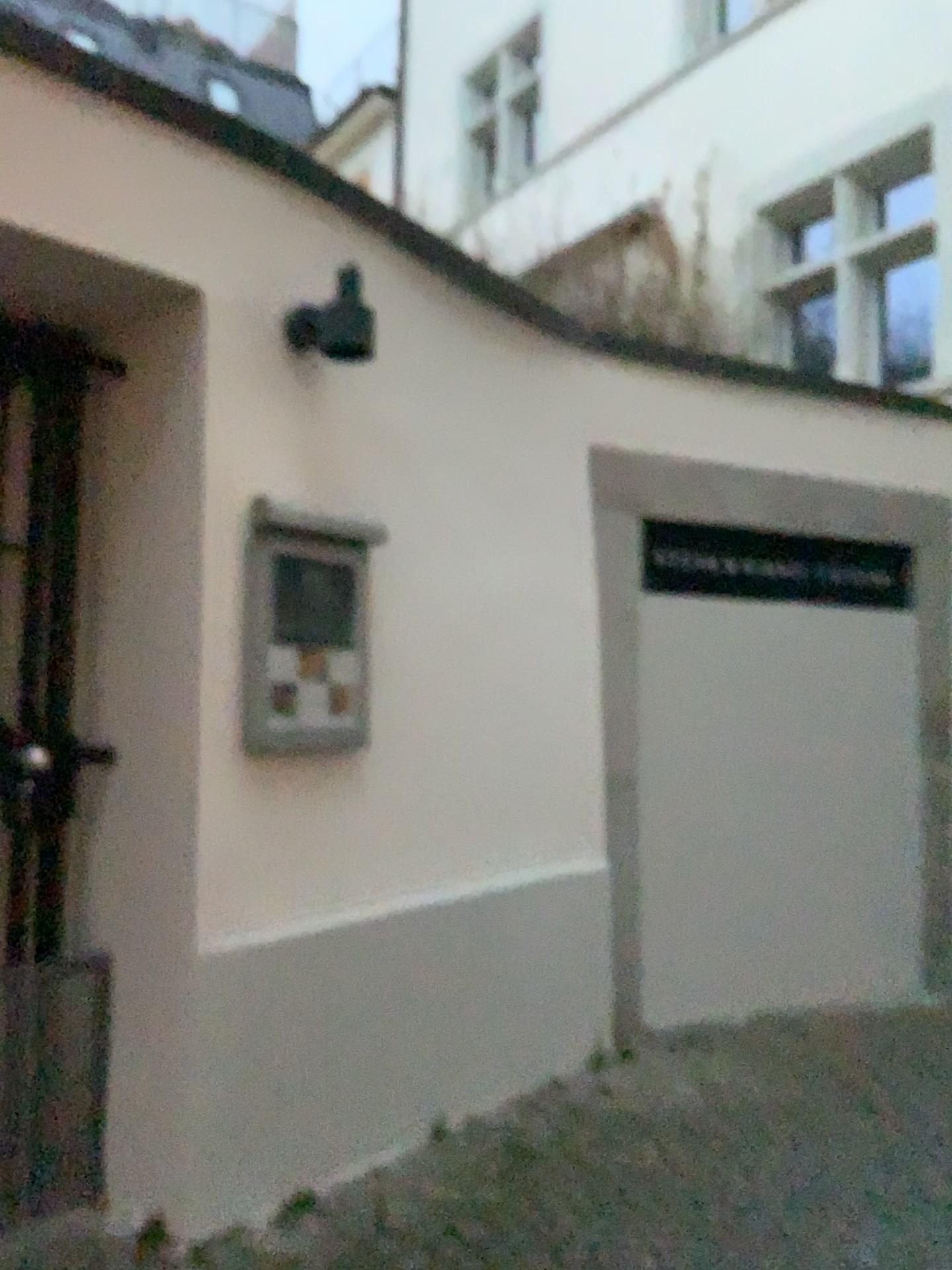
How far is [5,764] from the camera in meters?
2.4 m

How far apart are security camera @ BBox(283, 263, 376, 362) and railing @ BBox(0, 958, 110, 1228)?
1.6m

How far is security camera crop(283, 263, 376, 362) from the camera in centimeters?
252cm

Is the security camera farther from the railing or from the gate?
the railing

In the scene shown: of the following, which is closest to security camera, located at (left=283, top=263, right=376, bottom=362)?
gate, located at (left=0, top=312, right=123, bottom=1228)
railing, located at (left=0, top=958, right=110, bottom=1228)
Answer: gate, located at (left=0, top=312, right=123, bottom=1228)

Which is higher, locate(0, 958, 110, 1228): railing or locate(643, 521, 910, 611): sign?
locate(643, 521, 910, 611): sign

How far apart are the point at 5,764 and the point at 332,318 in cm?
125

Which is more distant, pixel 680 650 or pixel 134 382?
pixel 680 650

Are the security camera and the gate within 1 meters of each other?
yes

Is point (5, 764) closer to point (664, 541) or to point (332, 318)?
point (332, 318)
